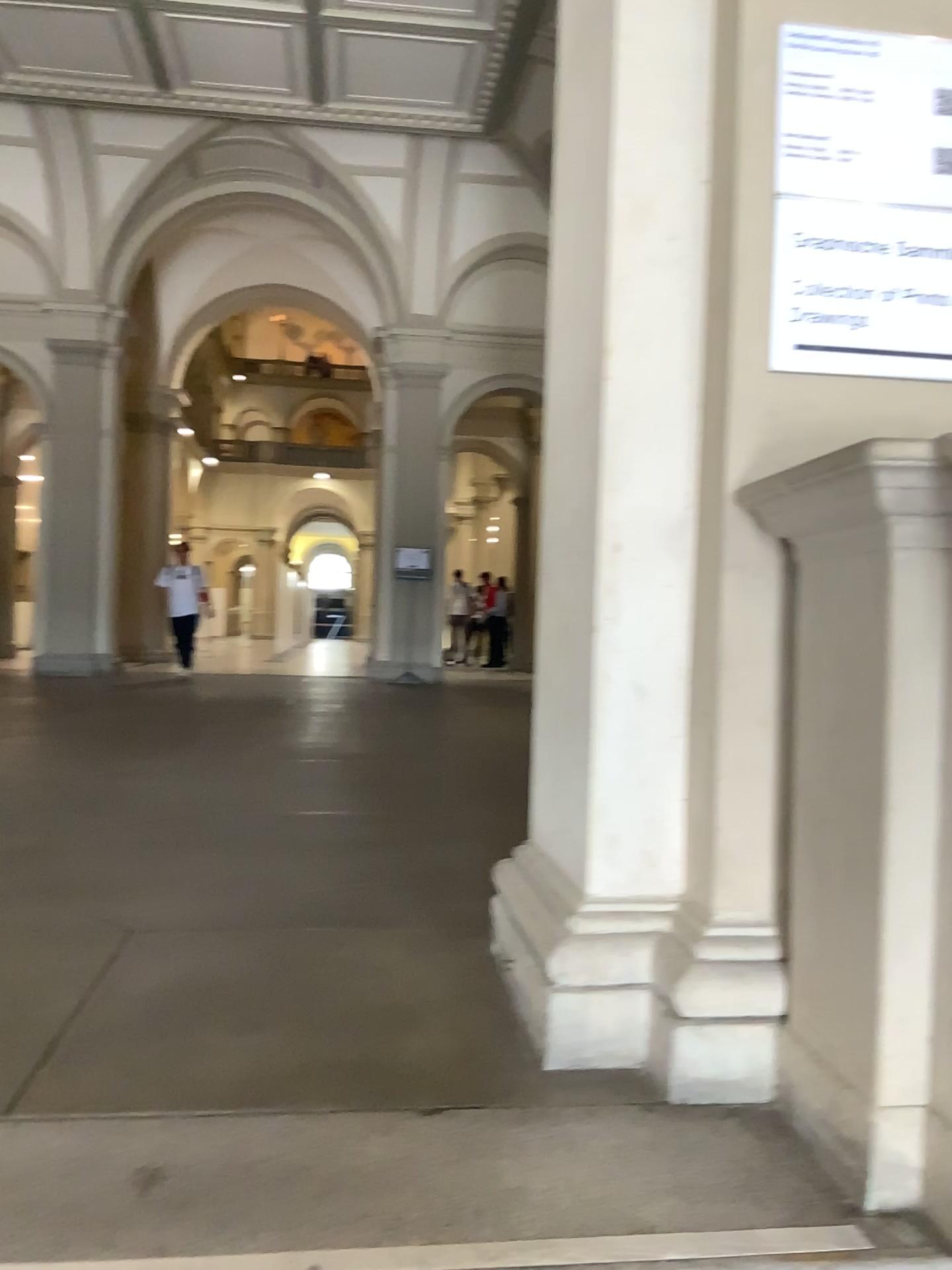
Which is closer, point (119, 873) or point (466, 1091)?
point (466, 1091)

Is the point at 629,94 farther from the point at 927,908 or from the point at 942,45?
the point at 927,908

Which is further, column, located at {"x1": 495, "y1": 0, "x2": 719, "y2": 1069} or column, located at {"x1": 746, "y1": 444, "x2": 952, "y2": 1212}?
column, located at {"x1": 495, "y1": 0, "x2": 719, "y2": 1069}

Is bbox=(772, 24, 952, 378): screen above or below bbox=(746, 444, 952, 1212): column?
above

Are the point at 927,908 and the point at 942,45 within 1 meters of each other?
Result: no

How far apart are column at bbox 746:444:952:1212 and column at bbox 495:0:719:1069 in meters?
0.3

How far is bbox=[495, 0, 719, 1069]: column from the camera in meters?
1.9

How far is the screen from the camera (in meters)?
1.85

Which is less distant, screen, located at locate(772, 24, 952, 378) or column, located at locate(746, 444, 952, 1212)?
column, located at locate(746, 444, 952, 1212)

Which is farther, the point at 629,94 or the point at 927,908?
the point at 629,94
